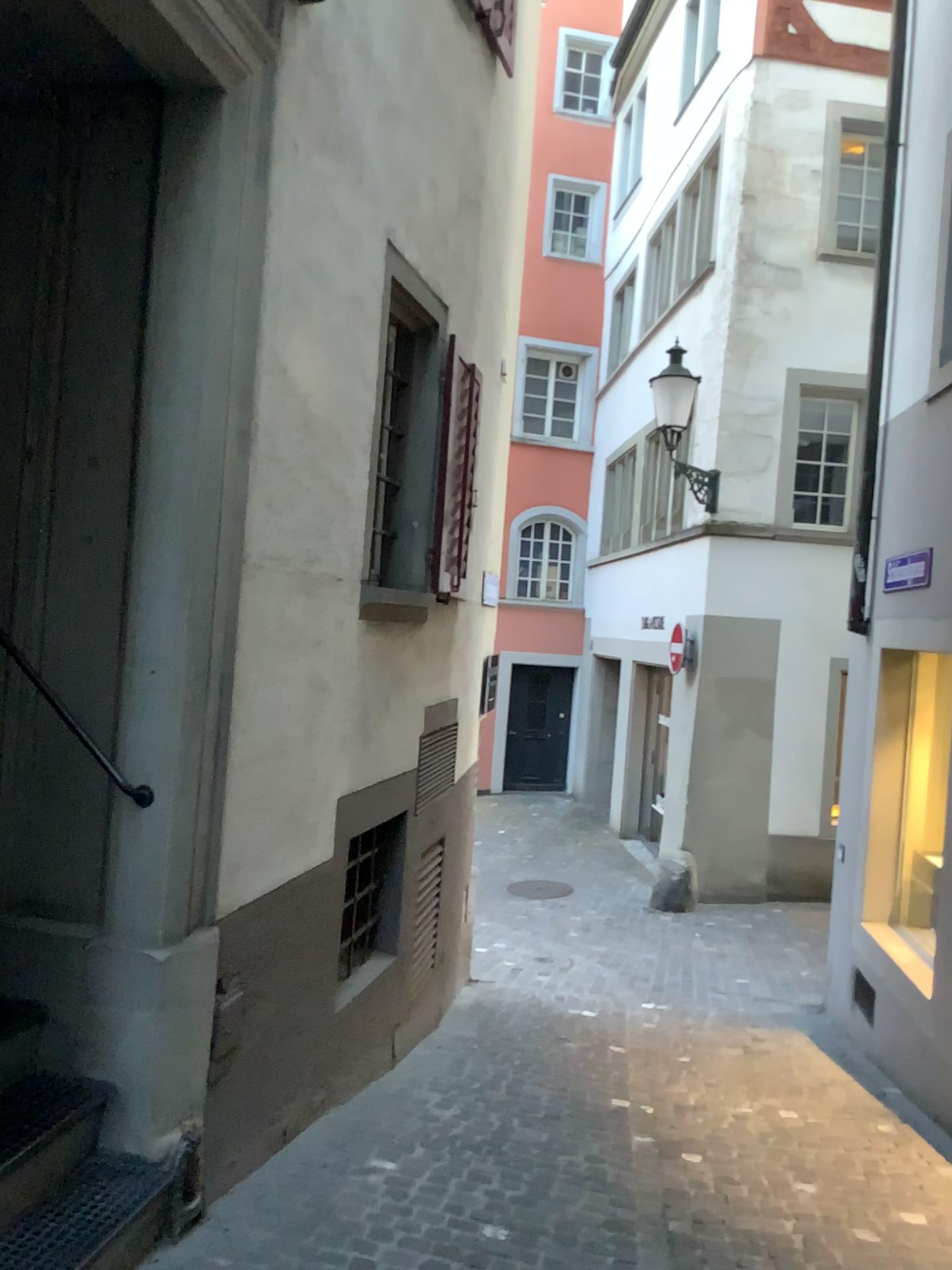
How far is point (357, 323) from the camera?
3.88m
